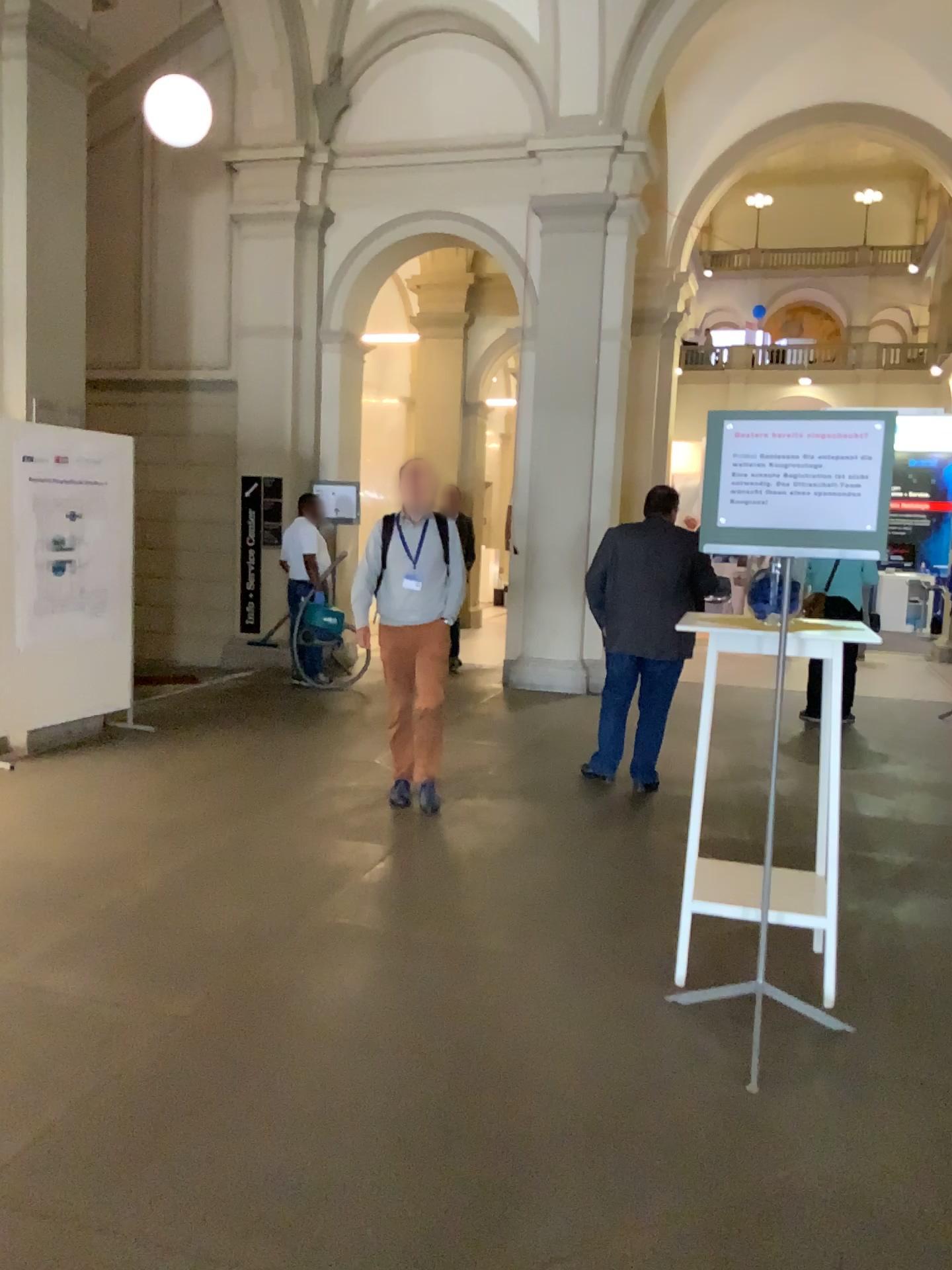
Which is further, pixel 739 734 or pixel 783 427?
pixel 739 734
